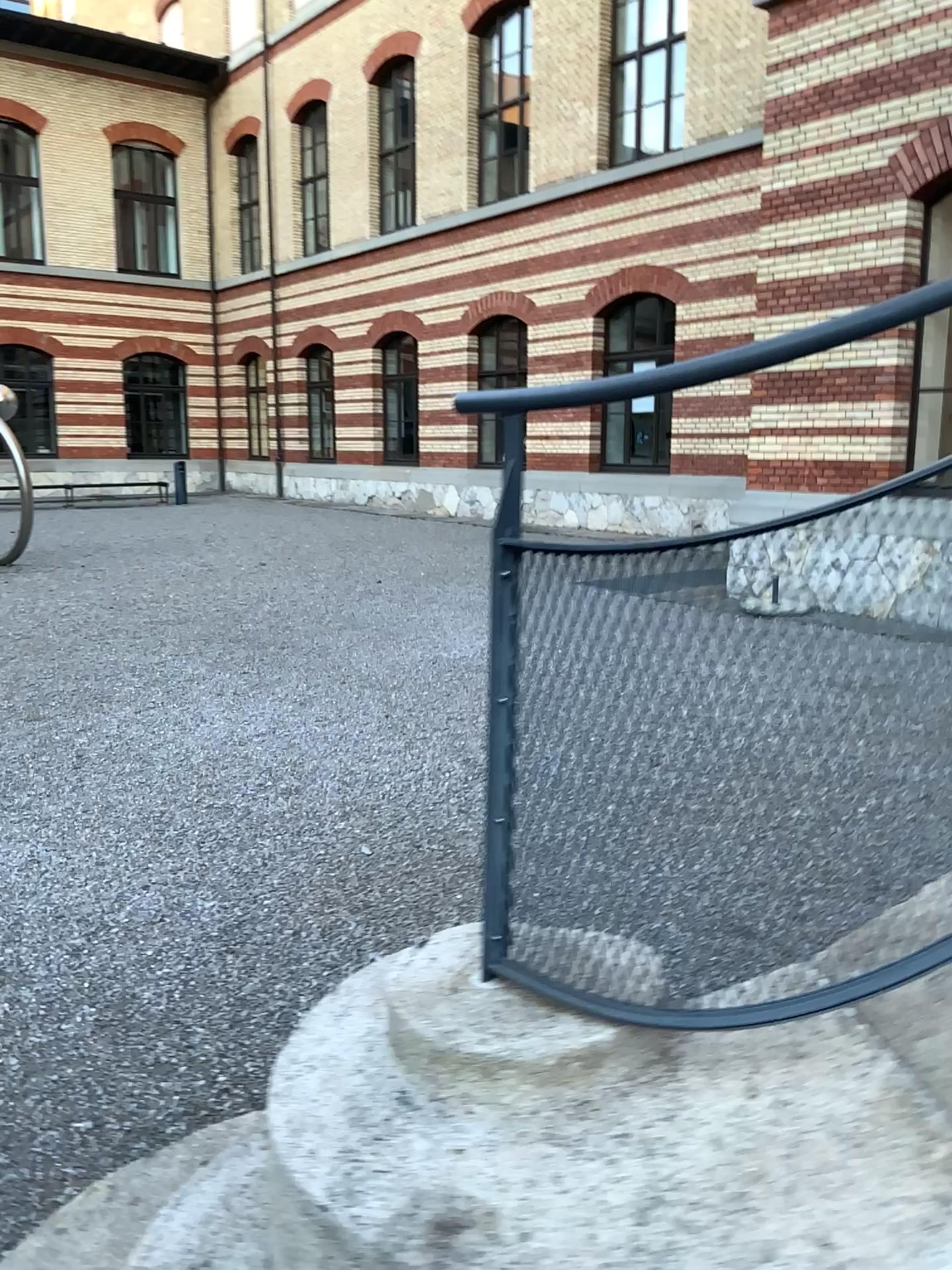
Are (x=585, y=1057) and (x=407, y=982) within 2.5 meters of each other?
yes
